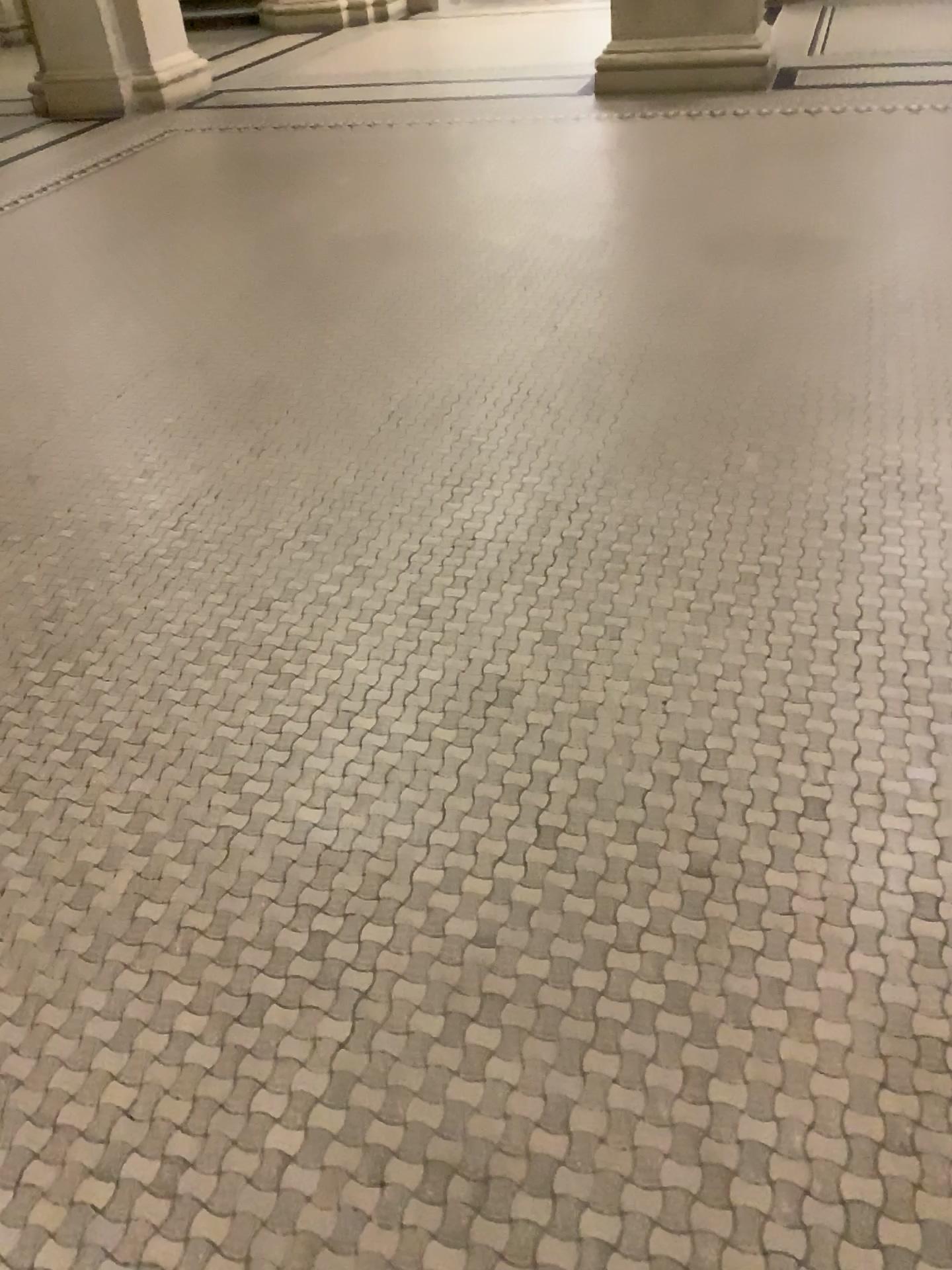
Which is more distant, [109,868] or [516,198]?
[516,198]
